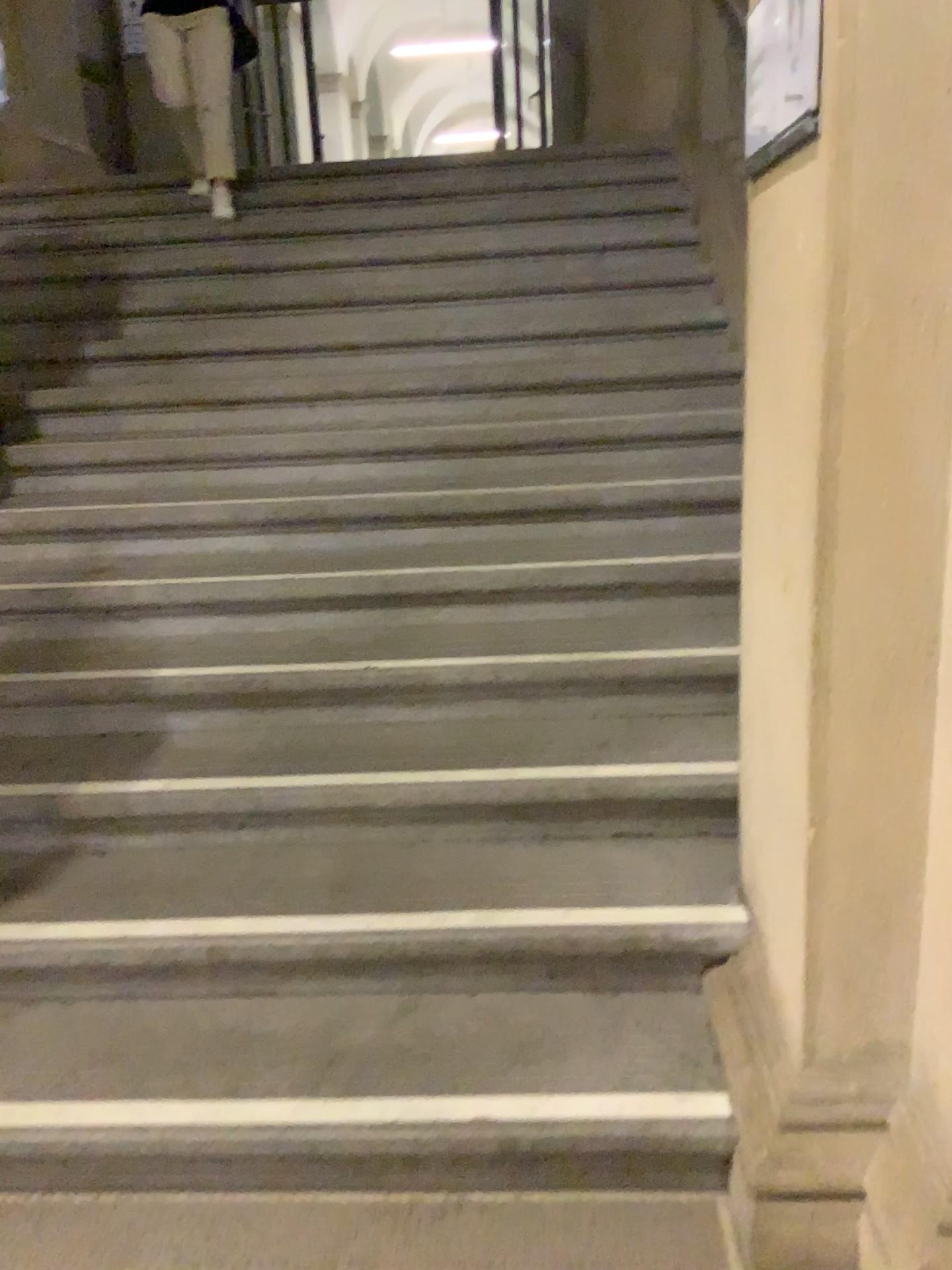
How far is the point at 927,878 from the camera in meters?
1.4

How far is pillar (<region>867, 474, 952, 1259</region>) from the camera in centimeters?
136cm

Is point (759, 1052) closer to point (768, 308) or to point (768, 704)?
point (768, 704)

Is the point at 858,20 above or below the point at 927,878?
above
